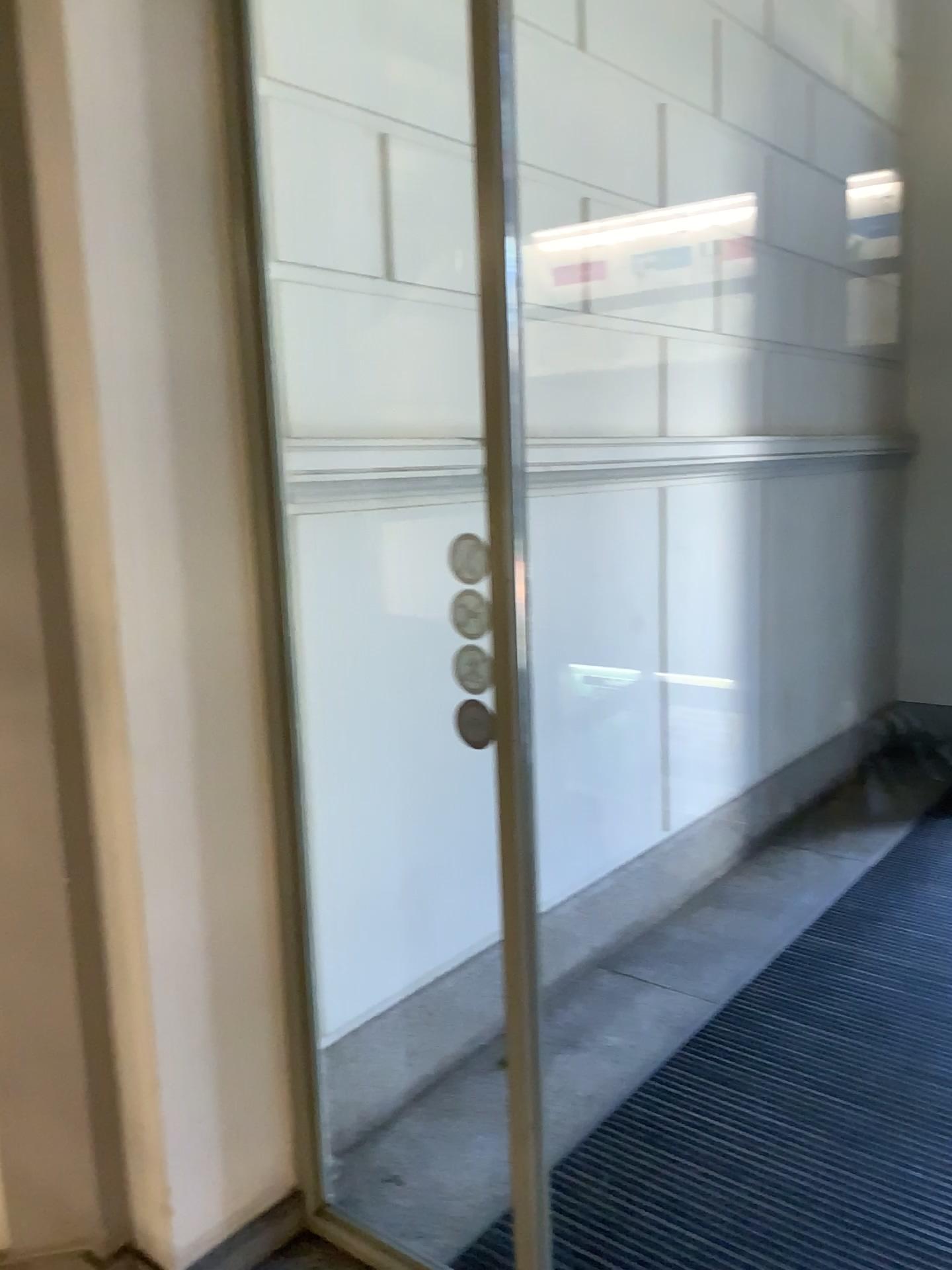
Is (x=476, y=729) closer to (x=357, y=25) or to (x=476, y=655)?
(x=476, y=655)

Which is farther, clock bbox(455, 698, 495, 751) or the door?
the door

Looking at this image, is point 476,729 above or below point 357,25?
below

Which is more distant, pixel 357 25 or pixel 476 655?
pixel 357 25

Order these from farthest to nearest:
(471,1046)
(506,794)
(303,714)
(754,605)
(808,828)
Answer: (808,828) → (754,605) → (471,1046) → (303,714) → (506,794)

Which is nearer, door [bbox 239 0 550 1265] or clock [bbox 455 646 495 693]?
clock [bbox 455 646 495 693]
